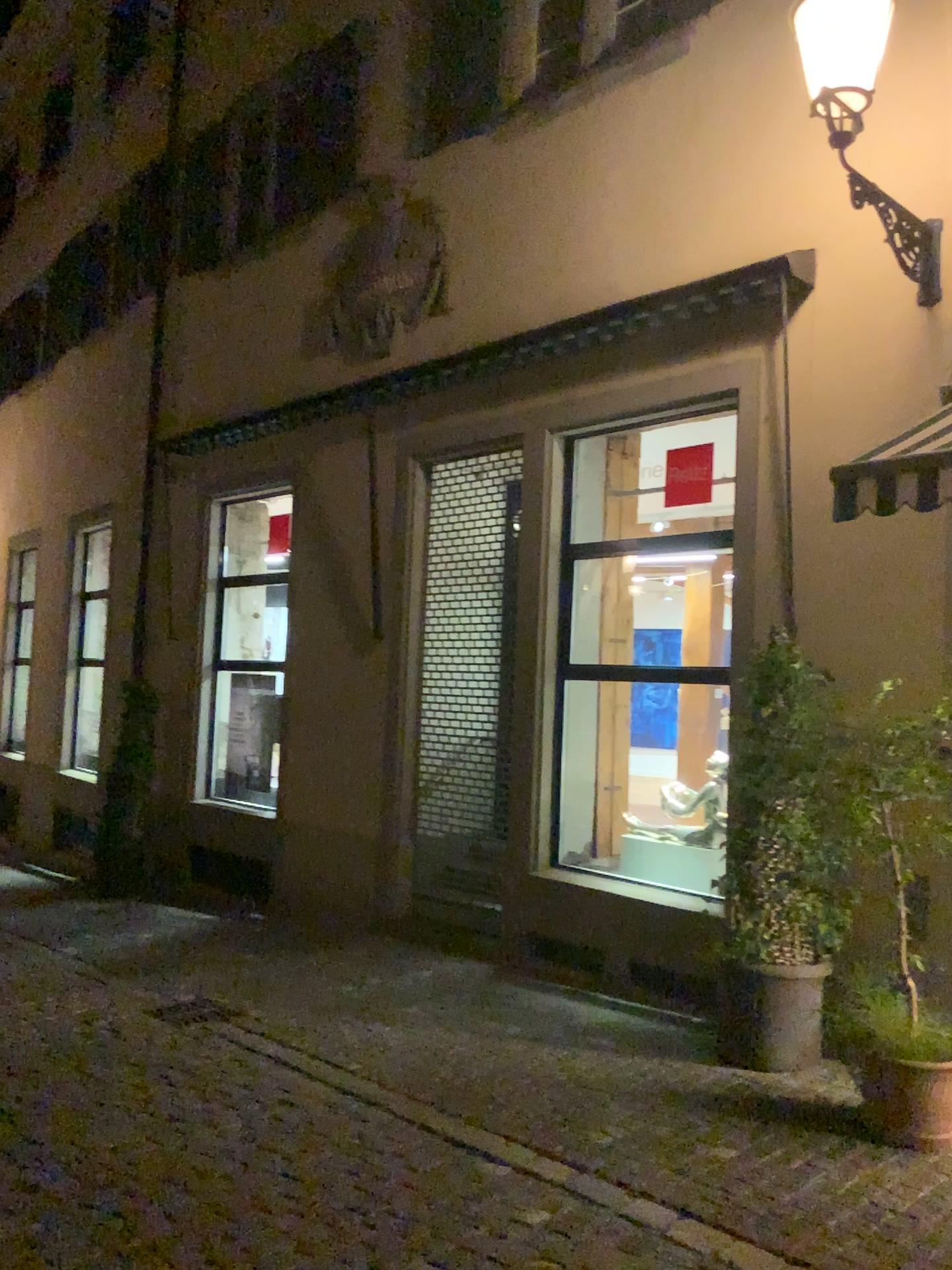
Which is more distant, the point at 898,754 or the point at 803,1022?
the point at 803,1022

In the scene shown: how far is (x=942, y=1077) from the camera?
4.1 meters

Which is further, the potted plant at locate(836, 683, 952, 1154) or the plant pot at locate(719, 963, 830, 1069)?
the plant pot at locate(719, 963, 830, 1069)

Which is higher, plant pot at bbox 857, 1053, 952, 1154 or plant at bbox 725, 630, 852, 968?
plant at bbox 725, 630, 852, 968

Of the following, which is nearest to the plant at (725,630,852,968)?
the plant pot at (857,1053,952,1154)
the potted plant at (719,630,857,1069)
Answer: the potted plant at (719,630,857,1069)

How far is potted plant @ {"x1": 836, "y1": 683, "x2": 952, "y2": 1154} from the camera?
4.05m

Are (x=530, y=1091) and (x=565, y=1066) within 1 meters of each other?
yes

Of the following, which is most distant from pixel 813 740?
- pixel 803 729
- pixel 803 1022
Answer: pixel 803 1022

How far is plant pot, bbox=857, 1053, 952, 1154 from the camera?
4.15m

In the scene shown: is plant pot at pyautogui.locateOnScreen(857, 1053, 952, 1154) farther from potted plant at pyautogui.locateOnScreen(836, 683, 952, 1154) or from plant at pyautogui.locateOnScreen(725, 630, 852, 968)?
plant at pyautogui.locateOnScreen(725, 630, 852, 968)
